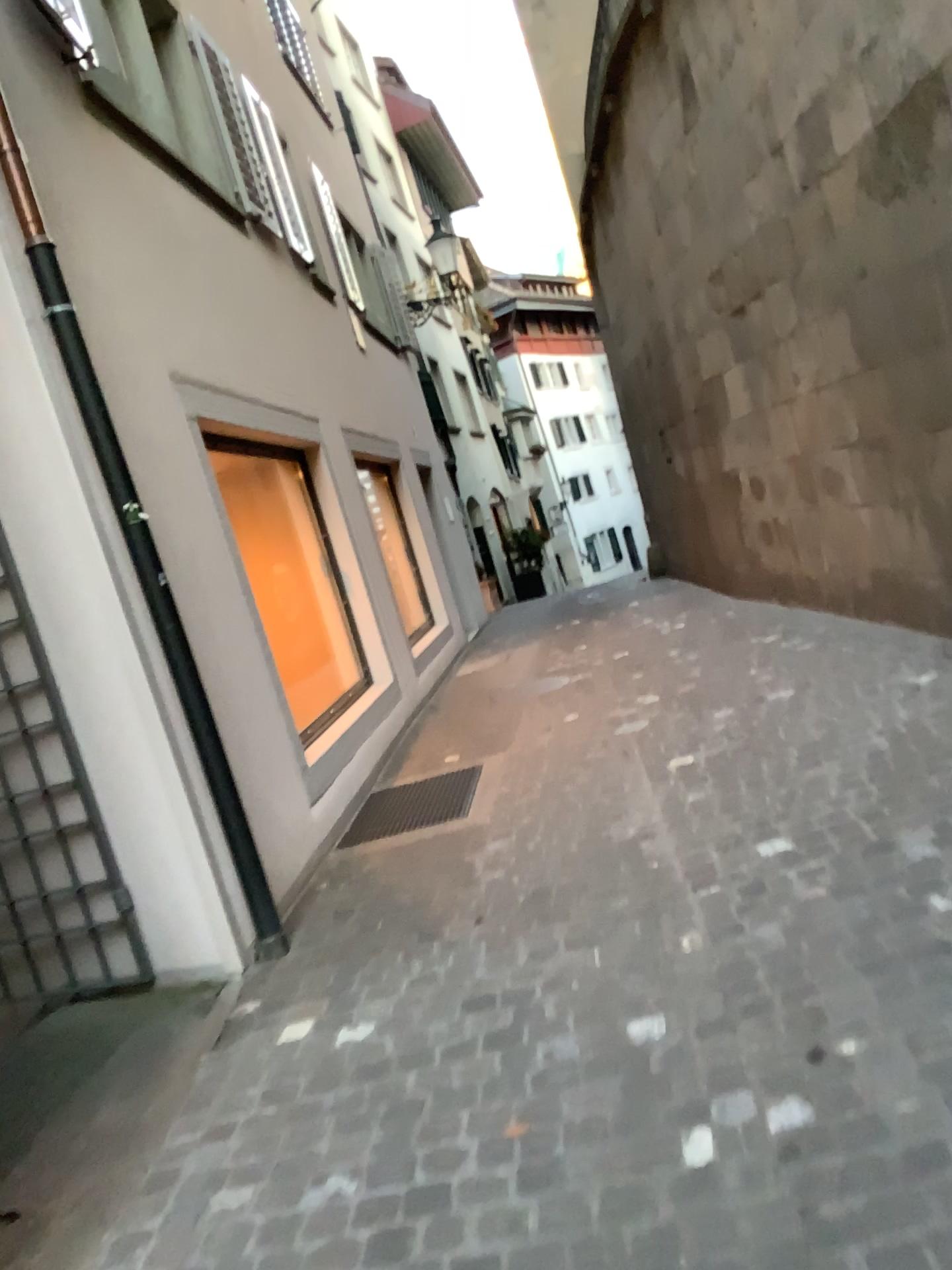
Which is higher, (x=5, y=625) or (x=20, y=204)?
(x=20, y=204)

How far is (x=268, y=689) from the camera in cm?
464

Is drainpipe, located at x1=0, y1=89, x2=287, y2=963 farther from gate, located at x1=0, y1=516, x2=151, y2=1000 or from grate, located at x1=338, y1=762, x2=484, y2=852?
grate, located at x1=338, y1=762, x2=484, y2=852

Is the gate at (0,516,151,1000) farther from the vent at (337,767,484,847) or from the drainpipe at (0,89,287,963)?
the vent at (337,767,484,847)

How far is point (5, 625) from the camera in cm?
366

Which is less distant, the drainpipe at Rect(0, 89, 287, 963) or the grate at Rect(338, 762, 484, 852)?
the drainpipe at Rect(0, 89, 287, 963)

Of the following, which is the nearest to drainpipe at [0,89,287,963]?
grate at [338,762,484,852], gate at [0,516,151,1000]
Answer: gate at [0,516,151,1000]

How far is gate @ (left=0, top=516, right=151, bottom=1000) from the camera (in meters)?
3.66

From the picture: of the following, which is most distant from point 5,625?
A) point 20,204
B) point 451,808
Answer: point 451,808
